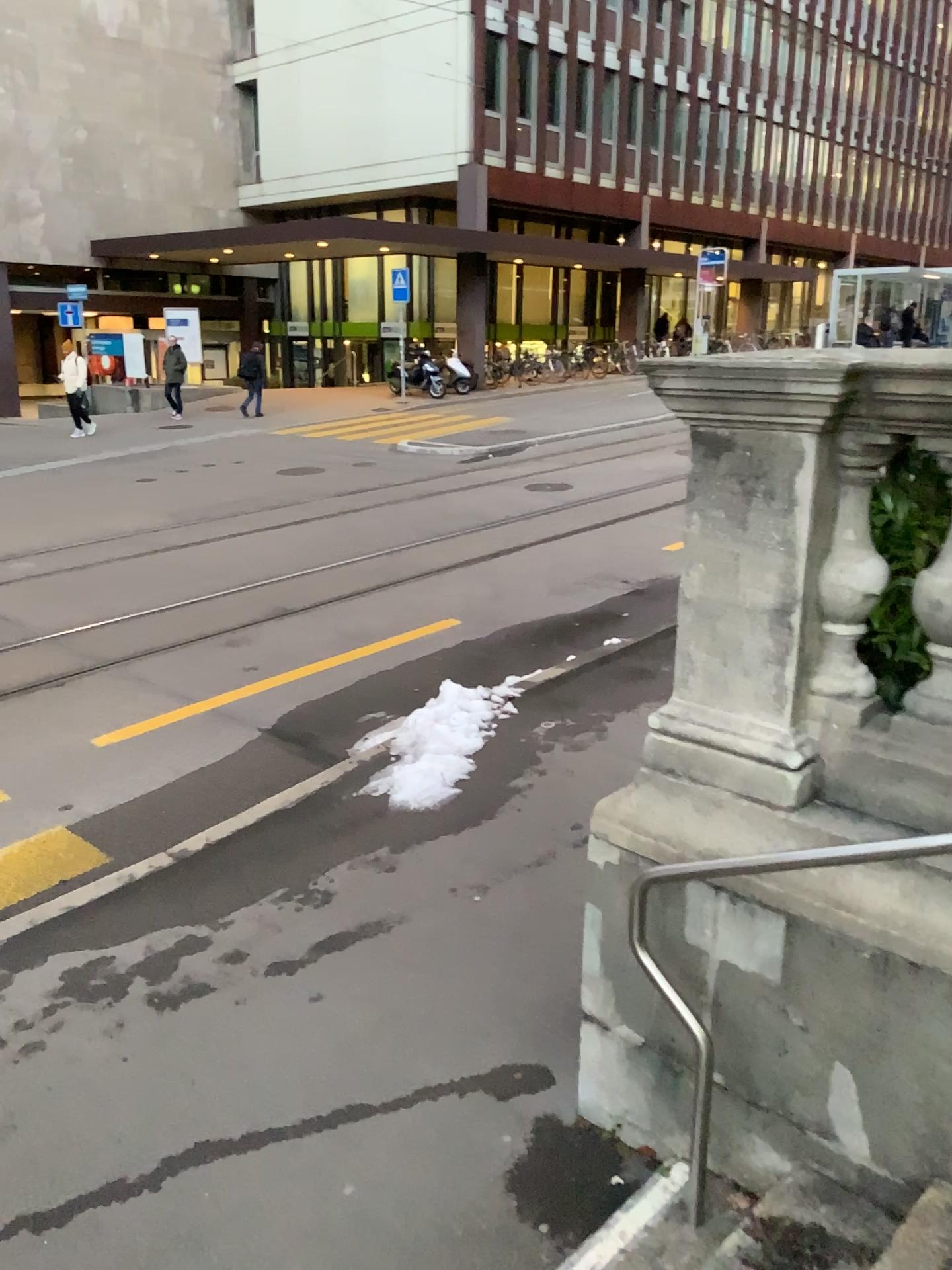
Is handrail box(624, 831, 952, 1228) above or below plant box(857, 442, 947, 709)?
below

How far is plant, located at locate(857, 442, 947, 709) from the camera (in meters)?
2.49

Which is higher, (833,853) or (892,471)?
(892,471)

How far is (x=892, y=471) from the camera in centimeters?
249cm

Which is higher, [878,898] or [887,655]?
[887,655]
